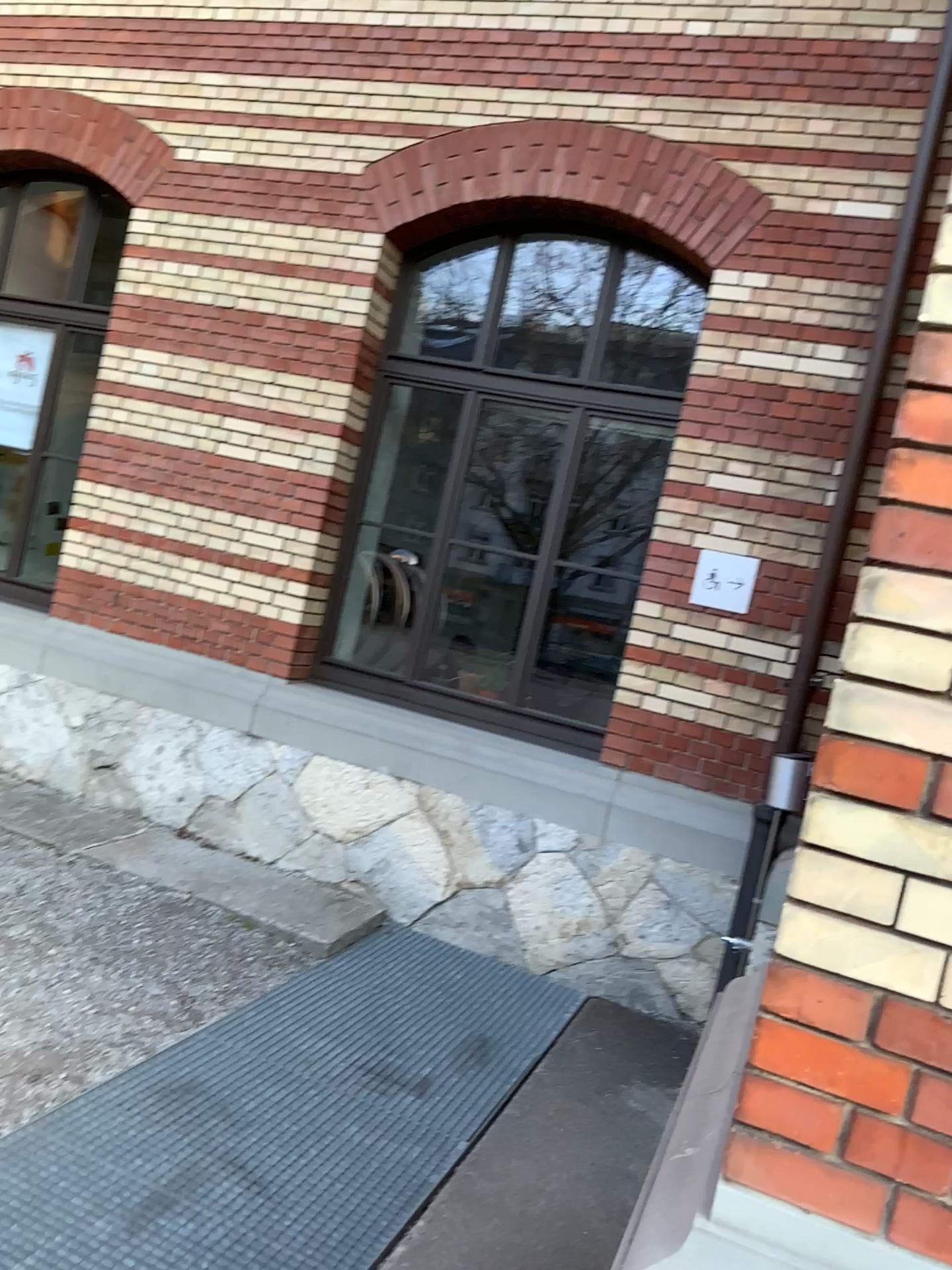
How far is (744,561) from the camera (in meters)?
4.73

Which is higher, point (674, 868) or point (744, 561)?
point (744, 561)

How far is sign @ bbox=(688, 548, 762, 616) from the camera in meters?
4.7 m

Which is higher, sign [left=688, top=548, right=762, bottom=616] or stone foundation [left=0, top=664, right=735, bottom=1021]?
sign [left=688, top=548, right=762, bottom=616]

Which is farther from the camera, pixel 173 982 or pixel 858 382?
pixel 858 382
